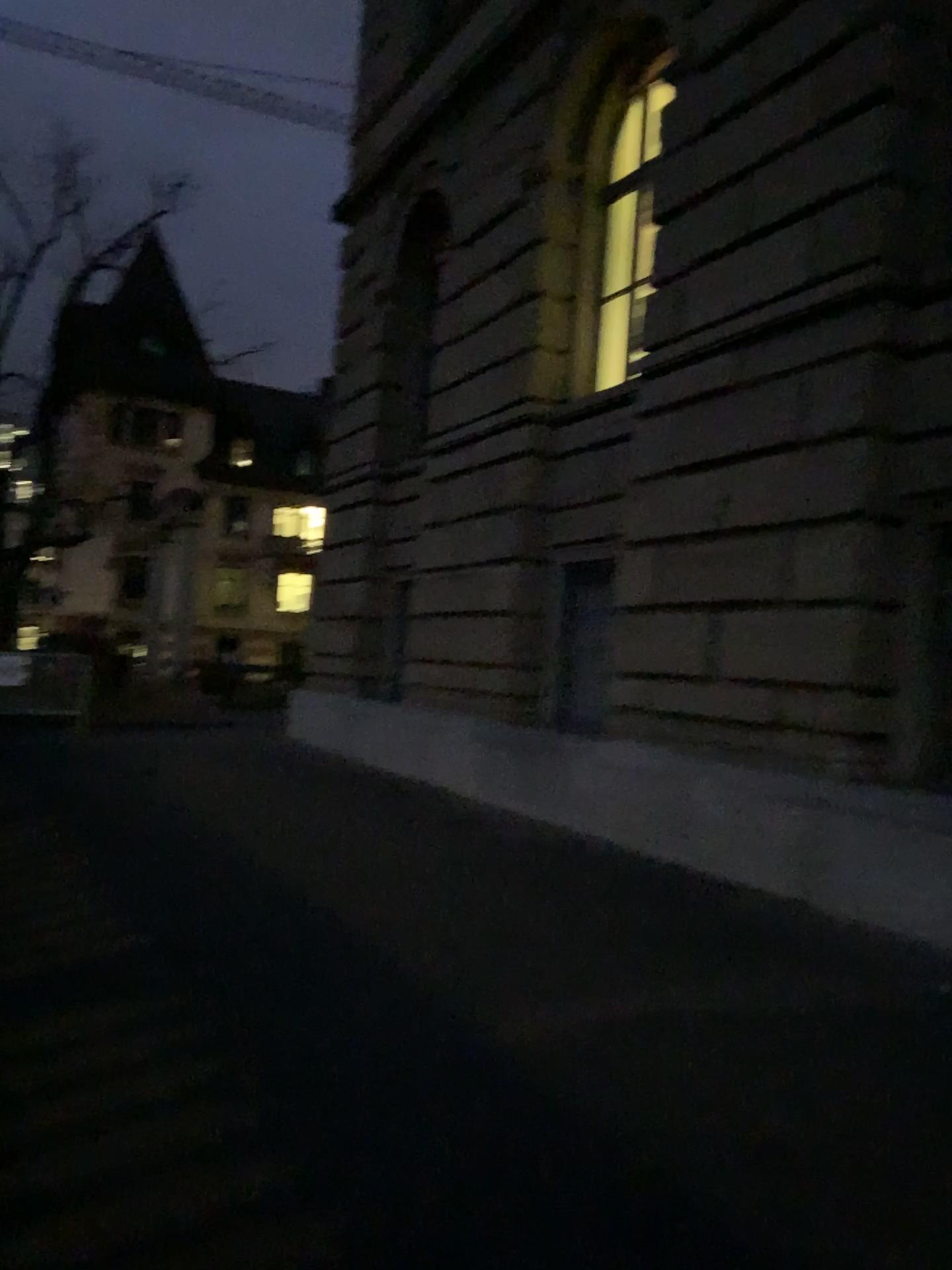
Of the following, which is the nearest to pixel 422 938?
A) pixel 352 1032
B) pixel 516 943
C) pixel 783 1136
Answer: pixel 516 943
